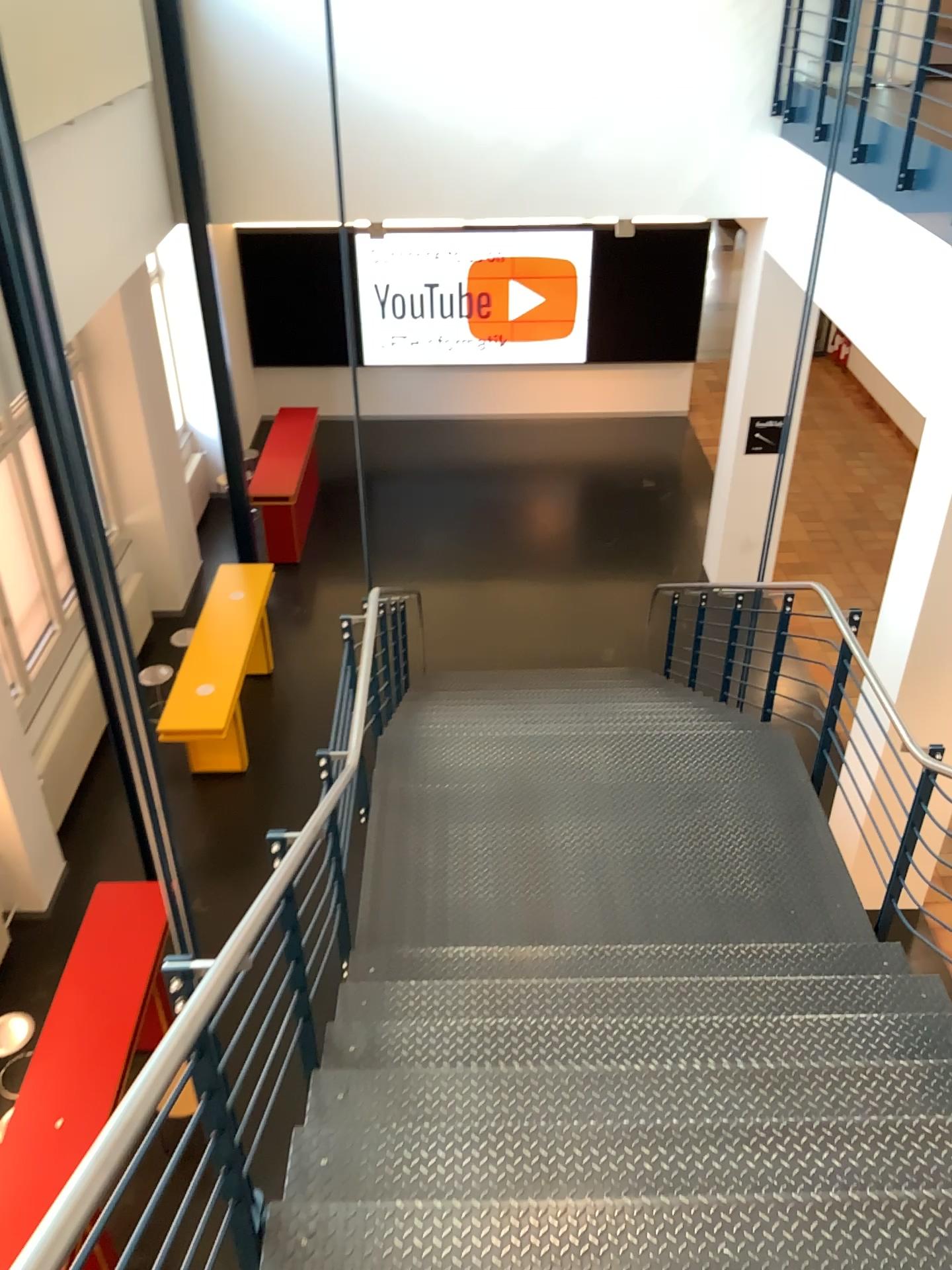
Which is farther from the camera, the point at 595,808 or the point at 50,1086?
the point at 595,808
